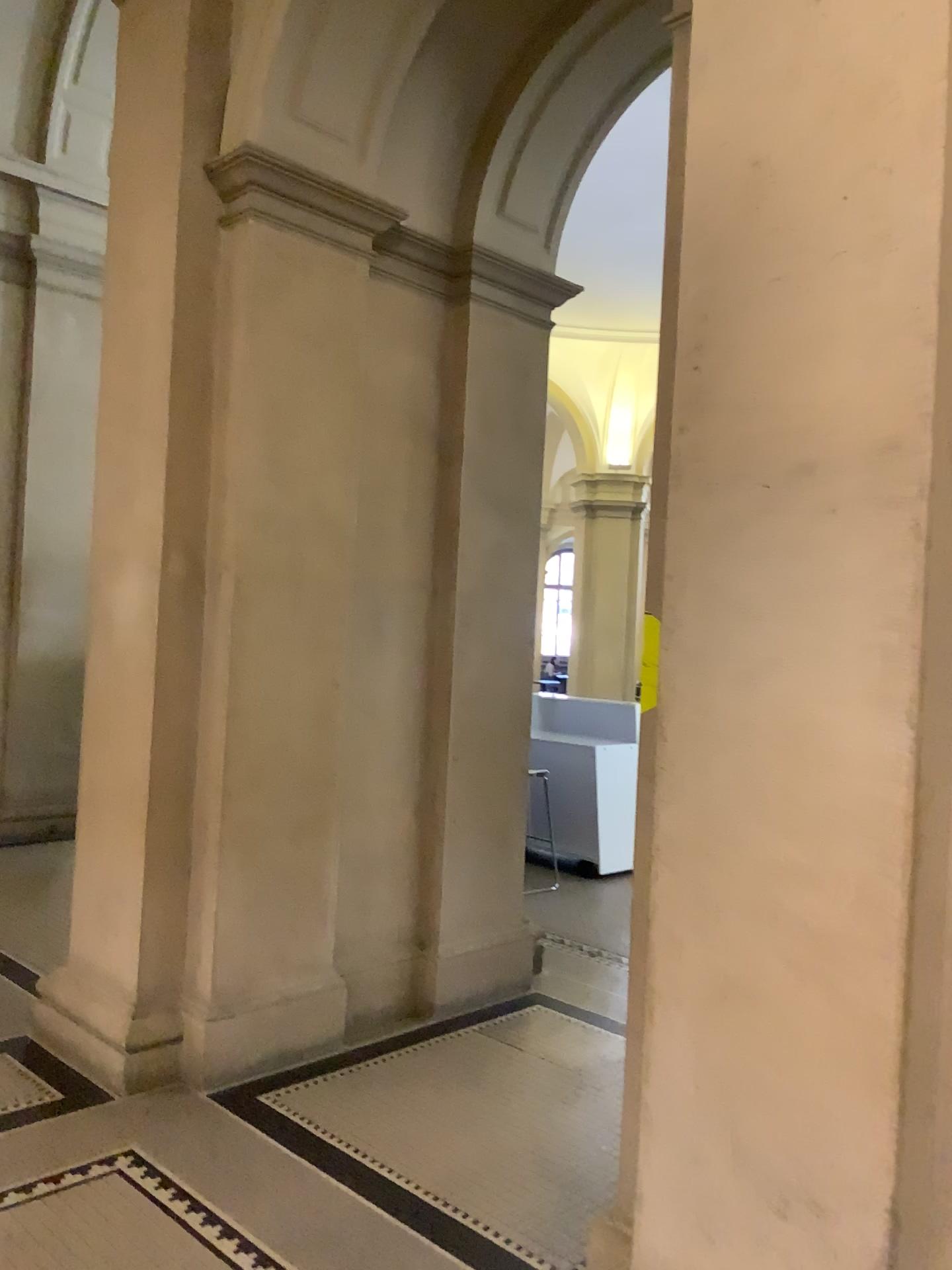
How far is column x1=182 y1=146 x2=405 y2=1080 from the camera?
3.7 meters

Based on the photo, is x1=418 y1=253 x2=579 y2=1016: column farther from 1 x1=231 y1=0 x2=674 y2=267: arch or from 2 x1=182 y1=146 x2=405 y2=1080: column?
2 x1=182 y1=146 x2=405 y2=1080: column

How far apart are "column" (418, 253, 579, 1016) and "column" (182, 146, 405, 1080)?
0.6 meters

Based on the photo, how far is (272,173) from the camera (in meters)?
3.72

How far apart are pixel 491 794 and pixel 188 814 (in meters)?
1.38

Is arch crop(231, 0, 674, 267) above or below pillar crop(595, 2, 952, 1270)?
above

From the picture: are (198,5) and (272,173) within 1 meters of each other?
yes

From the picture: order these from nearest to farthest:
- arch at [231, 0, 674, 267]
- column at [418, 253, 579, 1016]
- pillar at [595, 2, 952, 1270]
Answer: pillar at [595, 2, 952, 1270]
arch at [231, 0, 674, 267]
column at [418, 253, 579, 1016]

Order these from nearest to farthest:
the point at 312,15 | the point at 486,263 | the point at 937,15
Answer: the point at 937,15, the point at 312,15, the point at 486,263

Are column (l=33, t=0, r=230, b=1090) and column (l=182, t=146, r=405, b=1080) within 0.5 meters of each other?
yes
